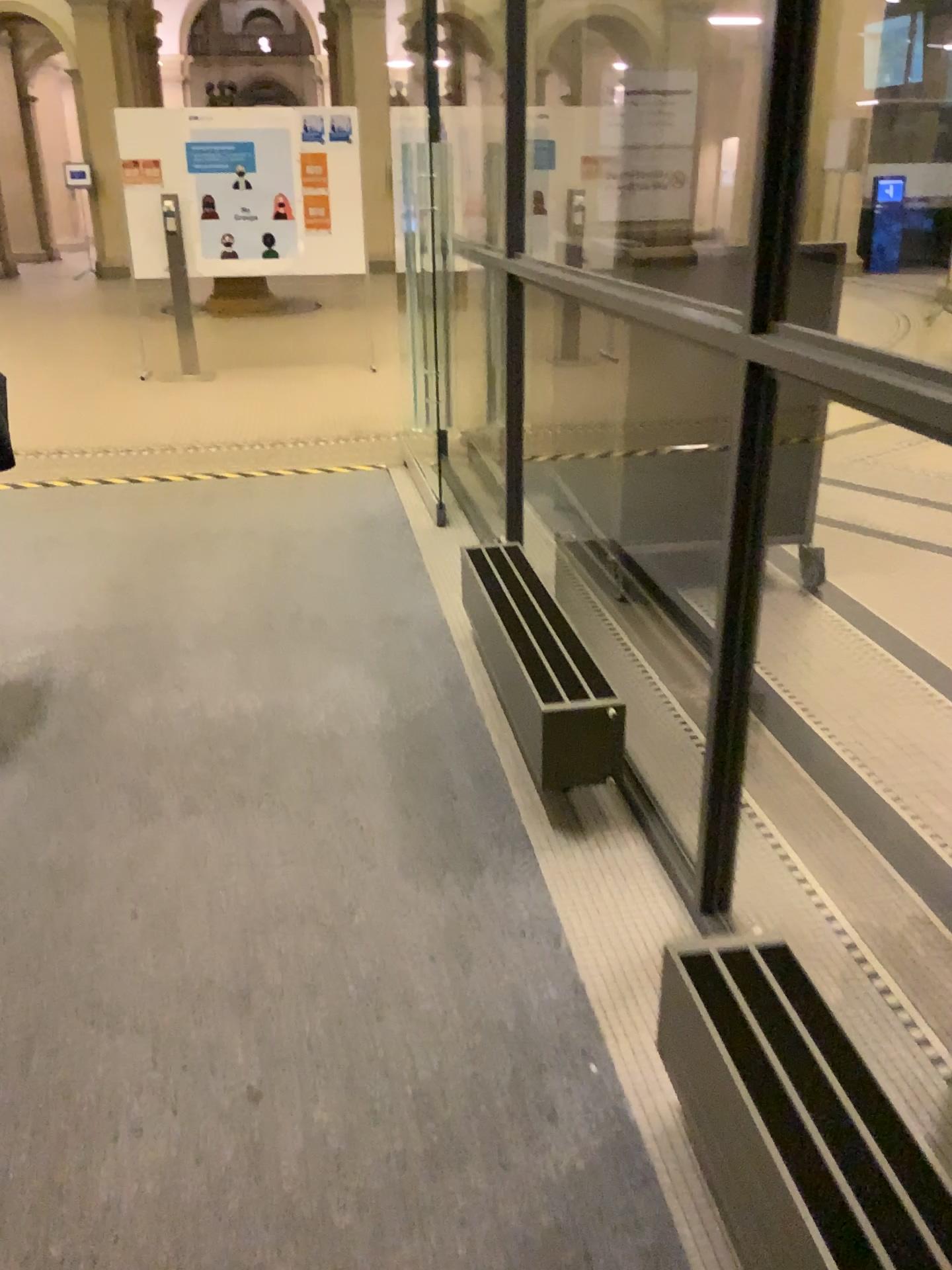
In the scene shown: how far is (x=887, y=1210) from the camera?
1.2m

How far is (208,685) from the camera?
3.2m

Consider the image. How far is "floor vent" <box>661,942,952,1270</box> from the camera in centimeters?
119cm
